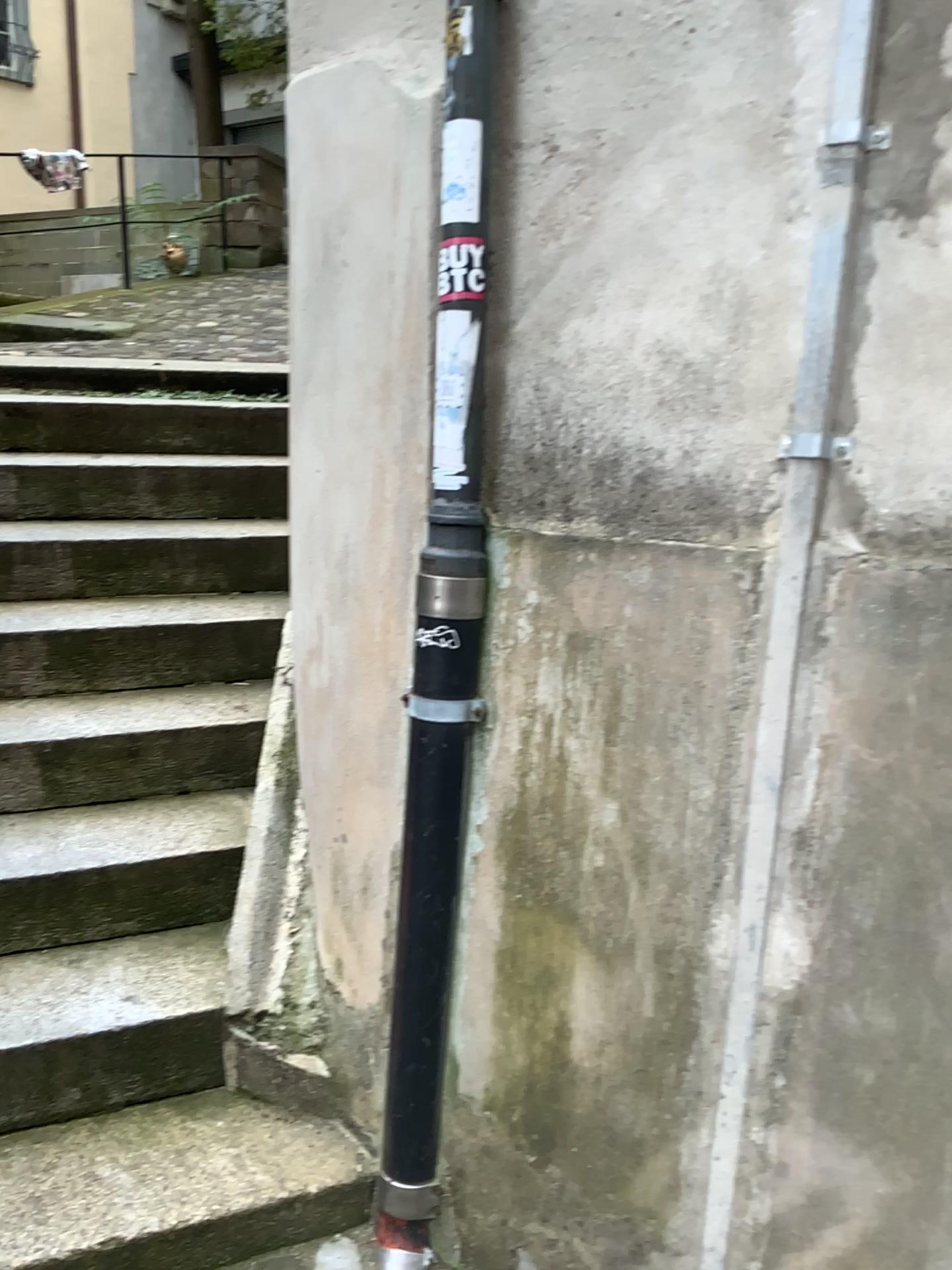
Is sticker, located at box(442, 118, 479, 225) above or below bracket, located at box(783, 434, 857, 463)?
above

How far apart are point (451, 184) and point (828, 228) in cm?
58

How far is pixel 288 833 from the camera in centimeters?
228cm

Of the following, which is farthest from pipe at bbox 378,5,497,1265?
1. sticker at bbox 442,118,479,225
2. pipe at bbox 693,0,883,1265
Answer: pipe at bbox 693,0,883,1265

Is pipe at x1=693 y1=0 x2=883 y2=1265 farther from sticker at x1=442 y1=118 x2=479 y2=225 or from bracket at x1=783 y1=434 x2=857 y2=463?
sticker at x1=442 y1=118 x2=479 y2=225

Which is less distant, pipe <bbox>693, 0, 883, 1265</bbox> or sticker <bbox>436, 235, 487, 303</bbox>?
pipe <bbox>693, 0, 883, 1265</bbox>

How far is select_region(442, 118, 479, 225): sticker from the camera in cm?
162

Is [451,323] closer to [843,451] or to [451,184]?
[451,184]

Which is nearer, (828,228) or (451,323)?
(828,228)

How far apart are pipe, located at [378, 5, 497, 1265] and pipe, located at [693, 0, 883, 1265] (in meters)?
0.47
